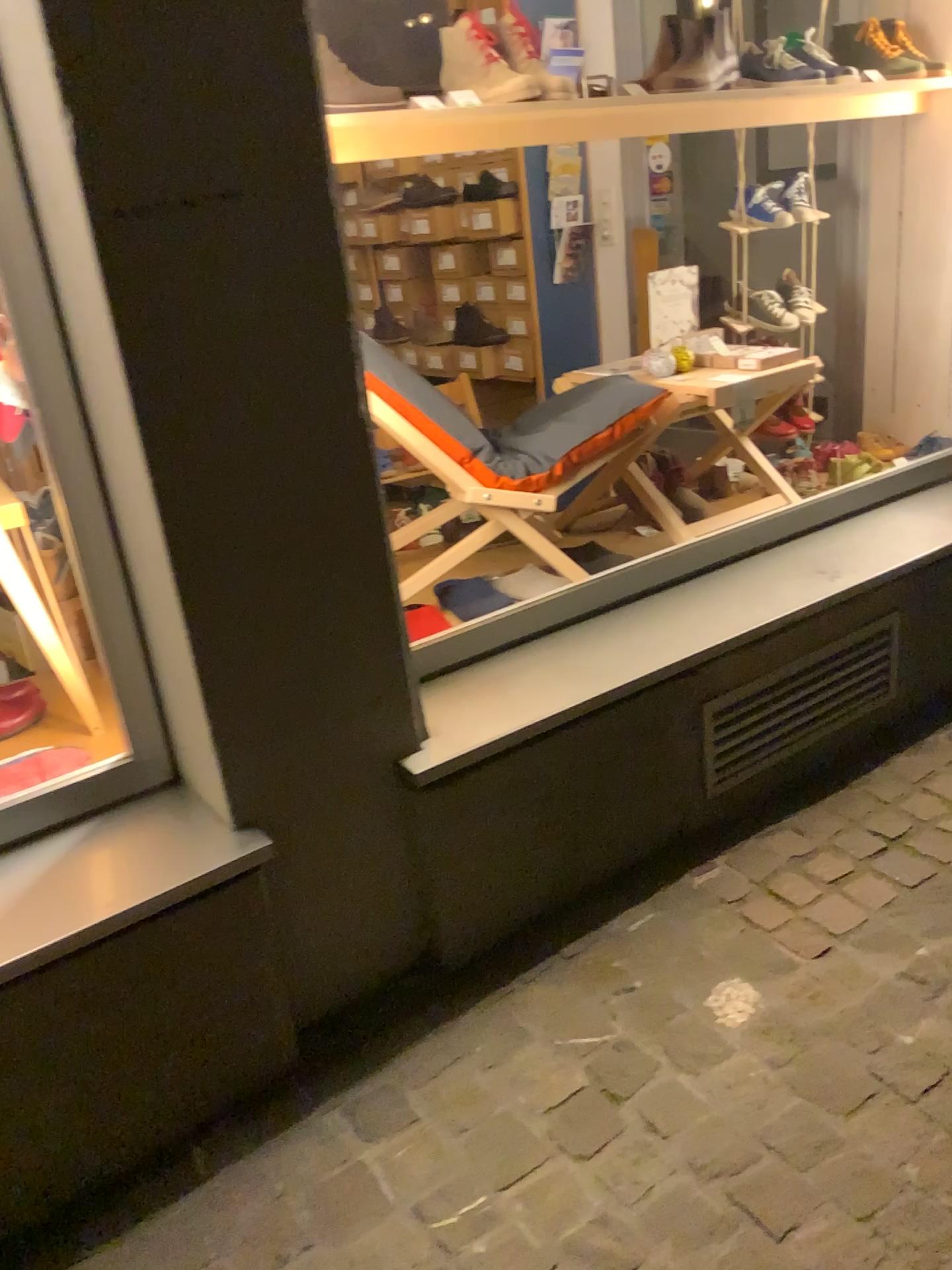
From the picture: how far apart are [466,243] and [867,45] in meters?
1.8

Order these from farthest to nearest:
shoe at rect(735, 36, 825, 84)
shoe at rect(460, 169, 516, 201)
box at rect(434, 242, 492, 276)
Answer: box at rect(434, 242, 492, 276) → shoe at rect(460, 169, 516, 201) → shoe at rect(735, 36, 825, 84)

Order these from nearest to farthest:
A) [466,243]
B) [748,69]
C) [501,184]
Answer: [748,69]
[501,184]
[466,243]

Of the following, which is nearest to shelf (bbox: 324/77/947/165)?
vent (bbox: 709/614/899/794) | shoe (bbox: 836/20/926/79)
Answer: shoe (bbox: 836/20/926/79)

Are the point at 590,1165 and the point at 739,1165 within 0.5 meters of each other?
yes

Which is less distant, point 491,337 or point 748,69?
point 748,69

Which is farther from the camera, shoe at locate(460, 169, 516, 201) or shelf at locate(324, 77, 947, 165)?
shoe at locate(460, 169, 516, 201)

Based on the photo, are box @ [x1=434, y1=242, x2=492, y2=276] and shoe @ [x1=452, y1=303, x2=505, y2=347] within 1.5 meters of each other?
yes

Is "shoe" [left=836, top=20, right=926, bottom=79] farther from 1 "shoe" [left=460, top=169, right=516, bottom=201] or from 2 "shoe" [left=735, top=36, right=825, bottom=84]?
1 "shoe" [left=460, top=169, right=516, bottom=201]

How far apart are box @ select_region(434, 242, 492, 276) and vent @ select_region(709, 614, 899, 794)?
2.4m
